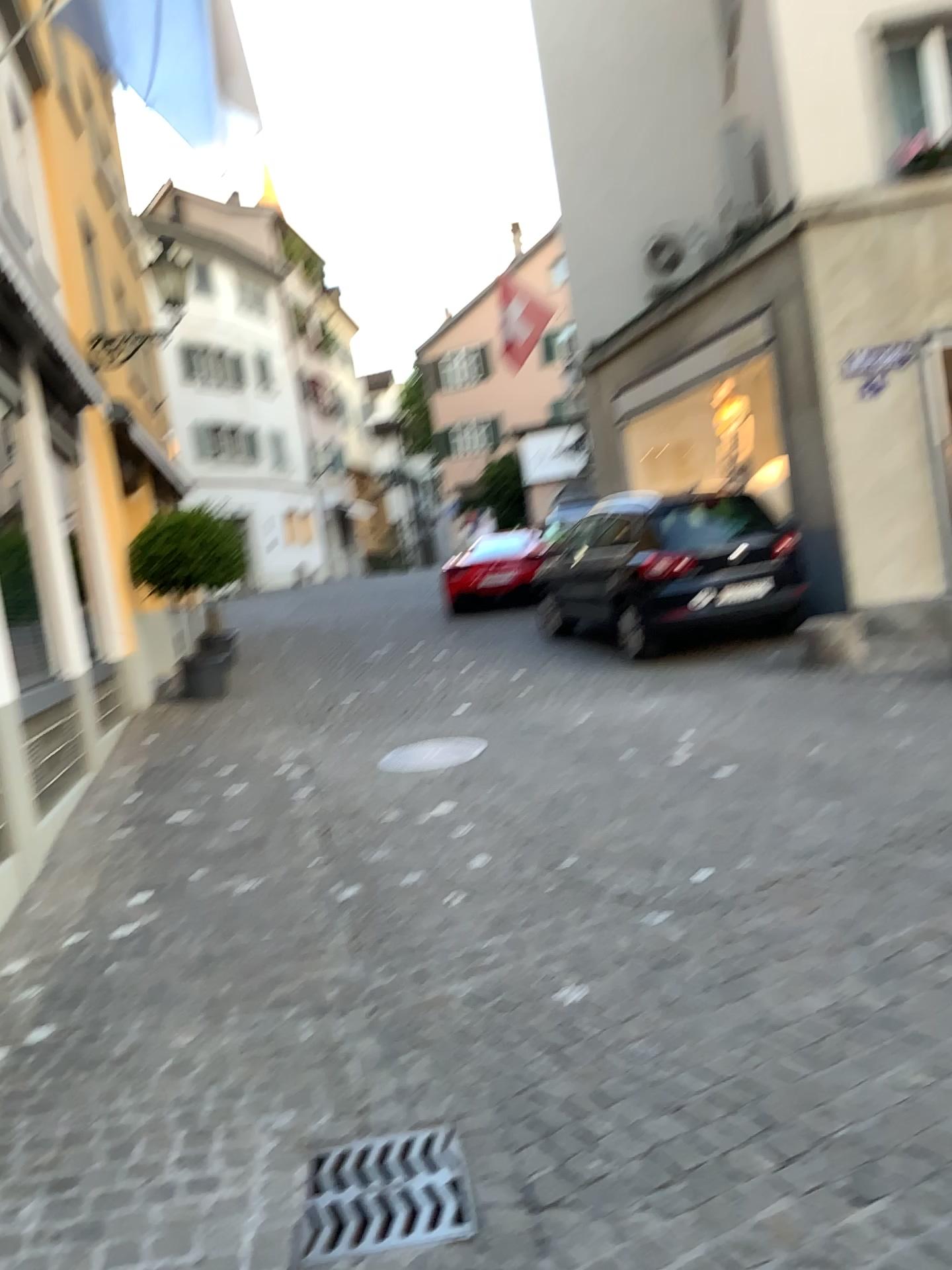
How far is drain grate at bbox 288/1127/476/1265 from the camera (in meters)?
2.32

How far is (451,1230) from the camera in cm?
232

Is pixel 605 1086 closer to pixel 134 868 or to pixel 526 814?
pixel 526 814
